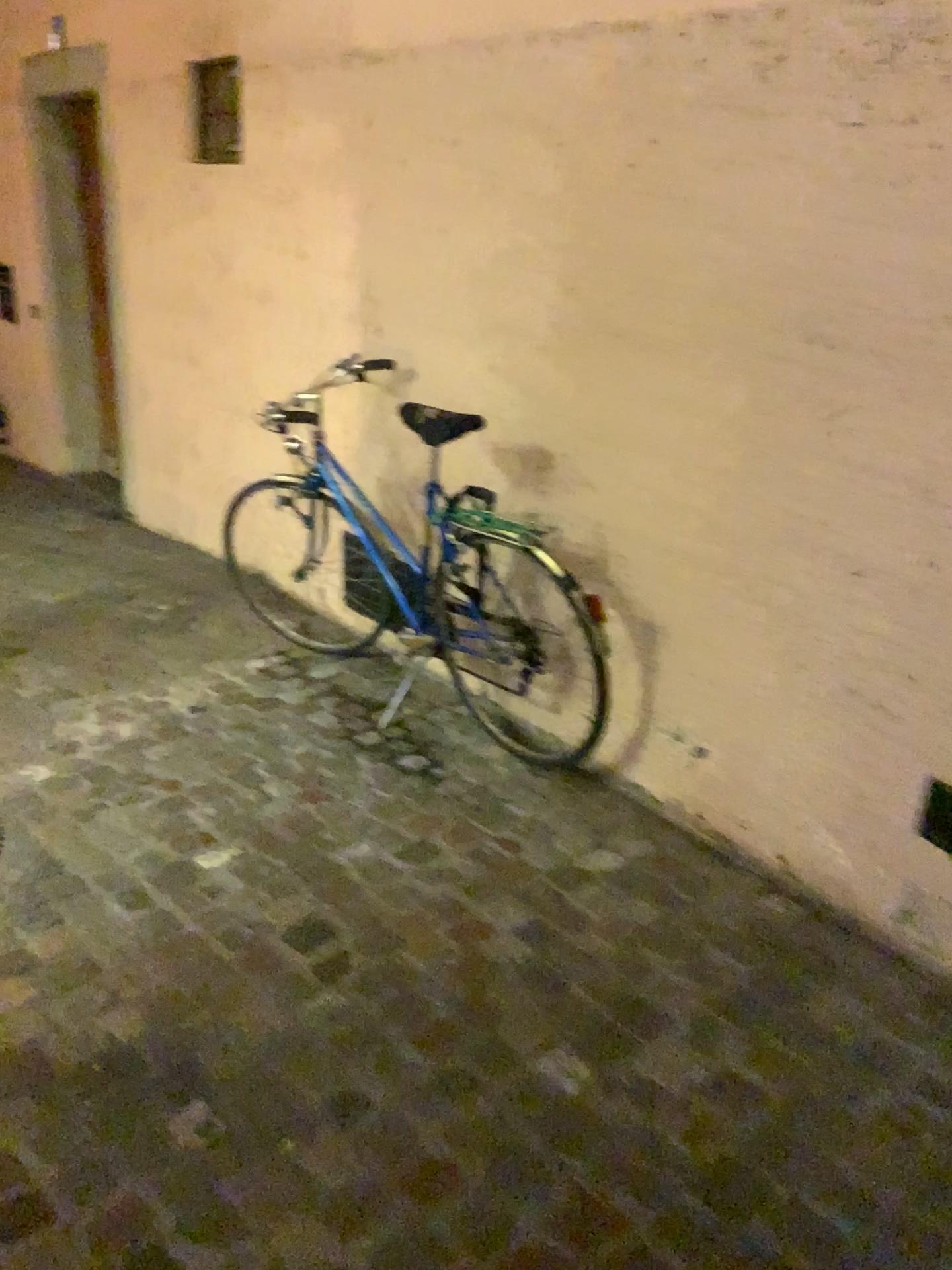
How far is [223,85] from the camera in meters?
3.9 m

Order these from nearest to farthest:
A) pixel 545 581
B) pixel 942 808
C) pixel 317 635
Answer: pixel 942 808, pixel 545 581, pixel 317 635

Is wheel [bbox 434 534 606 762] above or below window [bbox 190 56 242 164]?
below

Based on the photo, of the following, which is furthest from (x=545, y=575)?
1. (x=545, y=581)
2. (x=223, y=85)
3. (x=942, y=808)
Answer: (x=223, y=85)

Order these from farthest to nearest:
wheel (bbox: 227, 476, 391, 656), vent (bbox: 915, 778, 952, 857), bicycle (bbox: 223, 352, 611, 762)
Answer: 1. wheel (bbox: 227, 476, 391, 656)
2. bicycle (bbox: 223, 352, 611, 762)
3. vent (bbox: 915, 778, 952, 857)

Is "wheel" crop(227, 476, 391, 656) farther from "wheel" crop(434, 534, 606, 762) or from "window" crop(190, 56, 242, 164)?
"window" crop(190, 56, 242, 164)

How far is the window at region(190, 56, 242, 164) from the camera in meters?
3.9 m

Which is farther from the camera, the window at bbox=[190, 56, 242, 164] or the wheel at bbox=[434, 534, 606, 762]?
the window at bbox=[190, 56, 242, 164]

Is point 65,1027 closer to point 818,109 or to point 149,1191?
point 149,1191

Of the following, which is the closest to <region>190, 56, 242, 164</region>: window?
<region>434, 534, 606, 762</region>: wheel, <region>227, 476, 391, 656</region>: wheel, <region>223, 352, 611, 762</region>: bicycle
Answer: <region>223, 352, 611, 762</region>: bicycle
